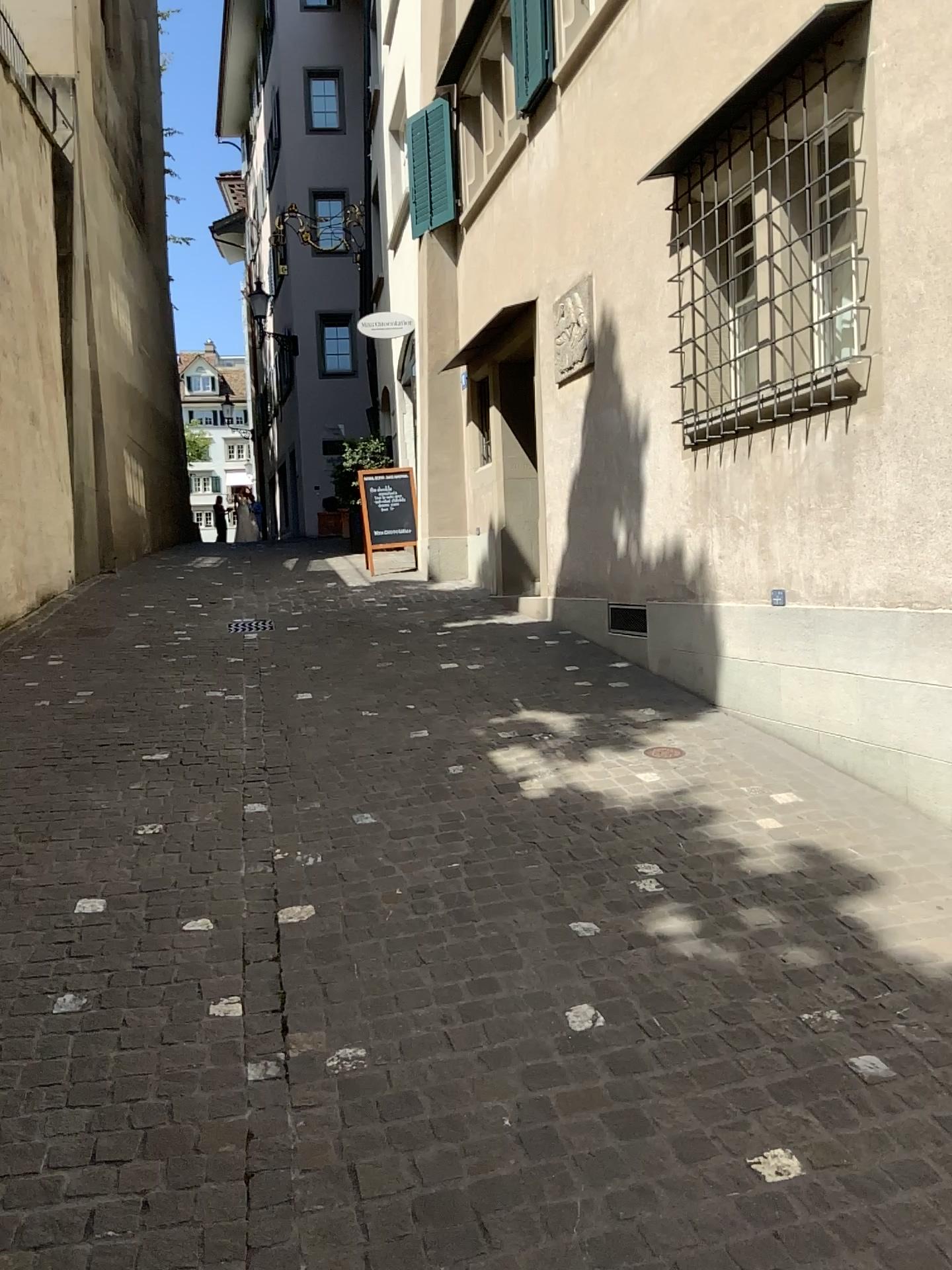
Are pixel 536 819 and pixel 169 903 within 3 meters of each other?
yes
